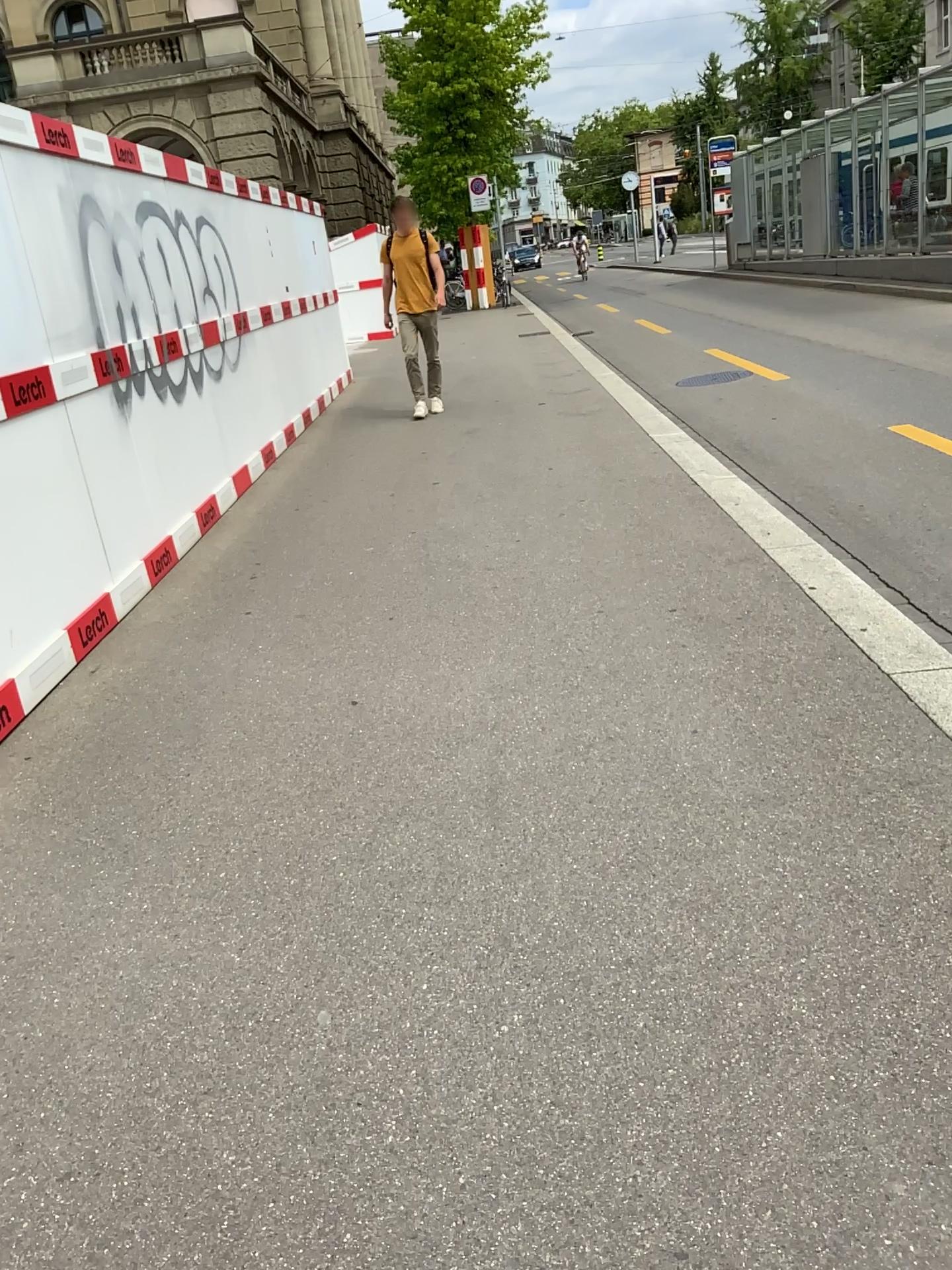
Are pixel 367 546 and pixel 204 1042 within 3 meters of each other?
no
